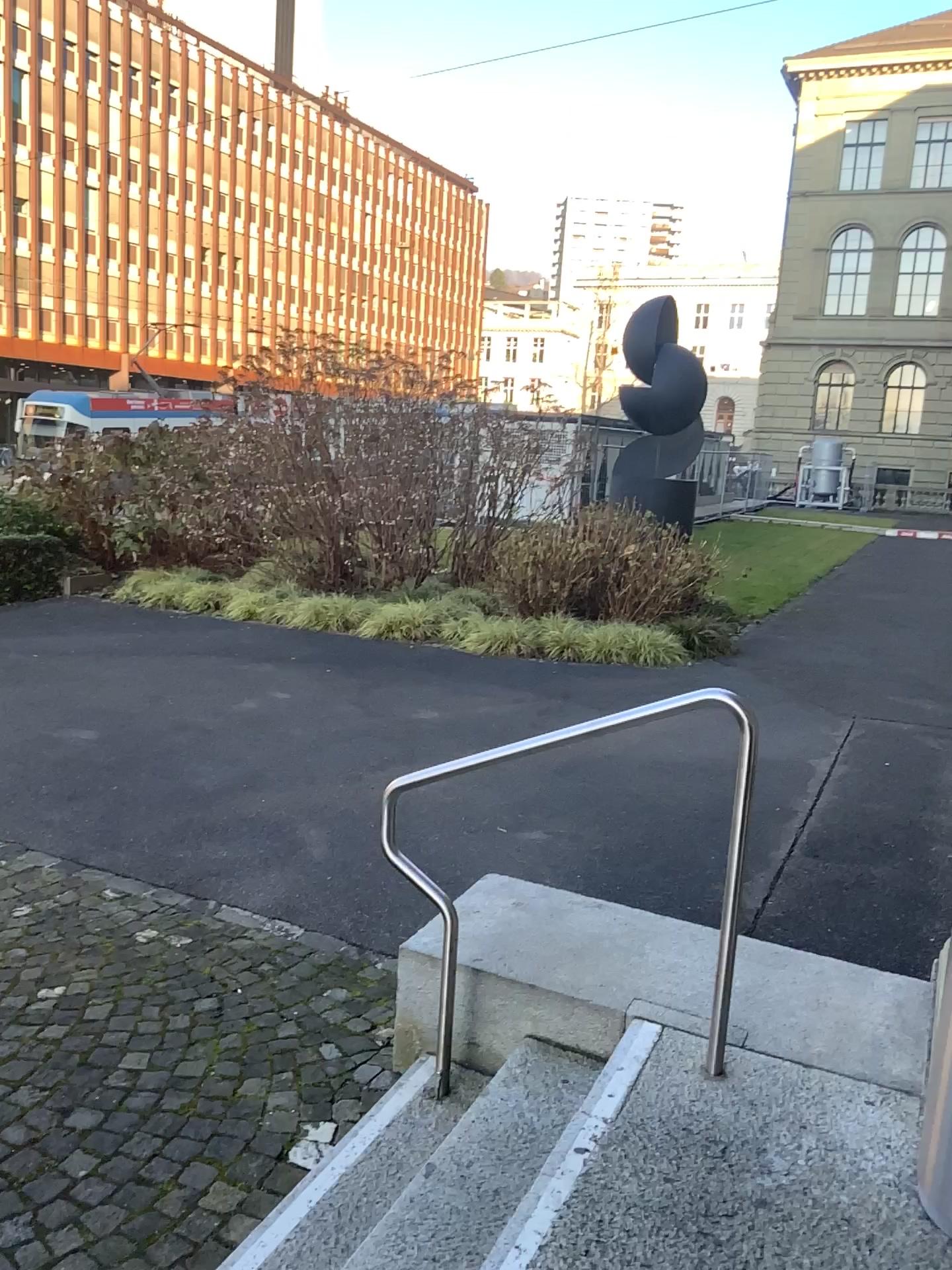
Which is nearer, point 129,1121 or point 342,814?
point 129,1121
